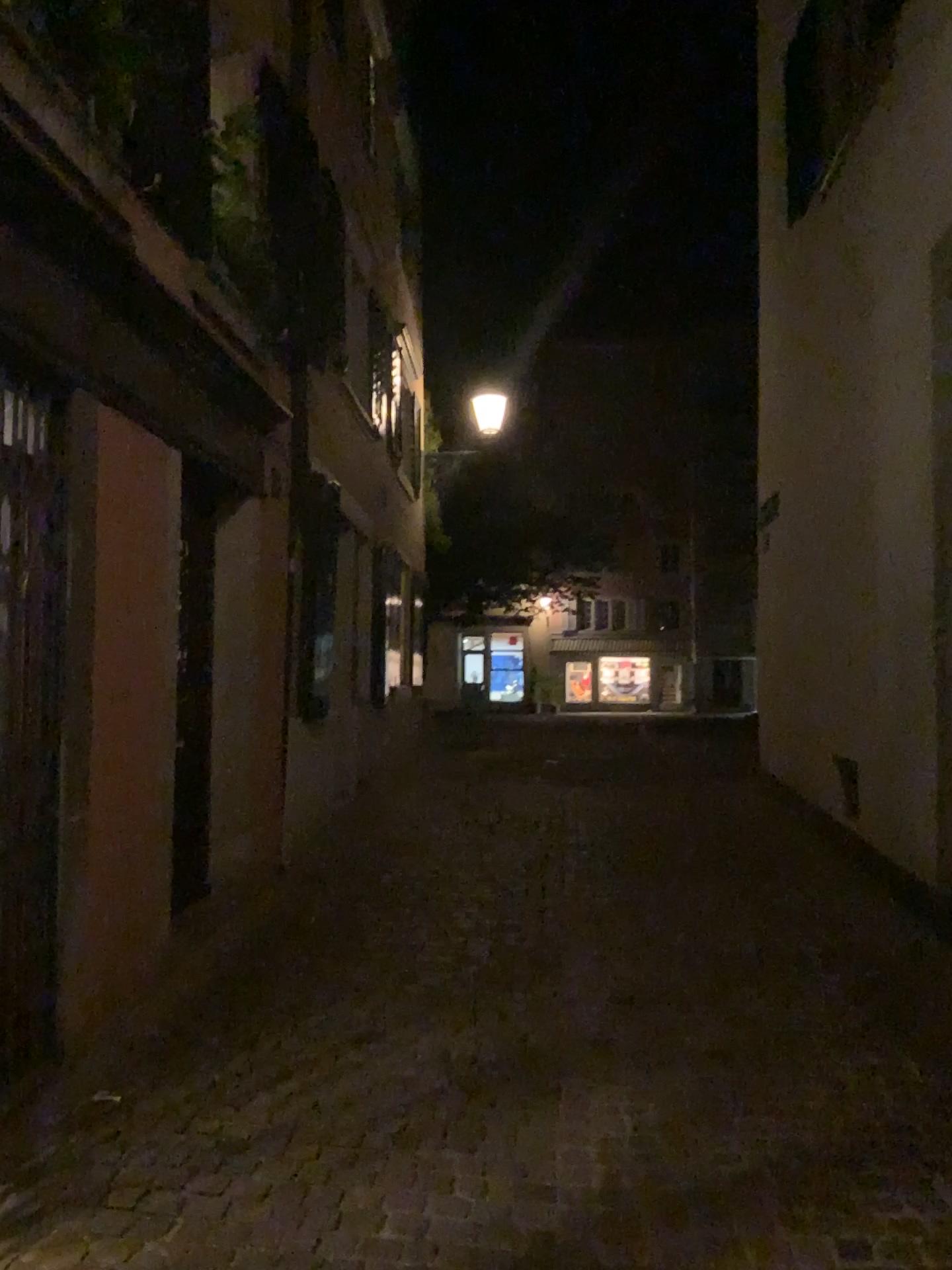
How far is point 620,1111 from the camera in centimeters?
305cm
